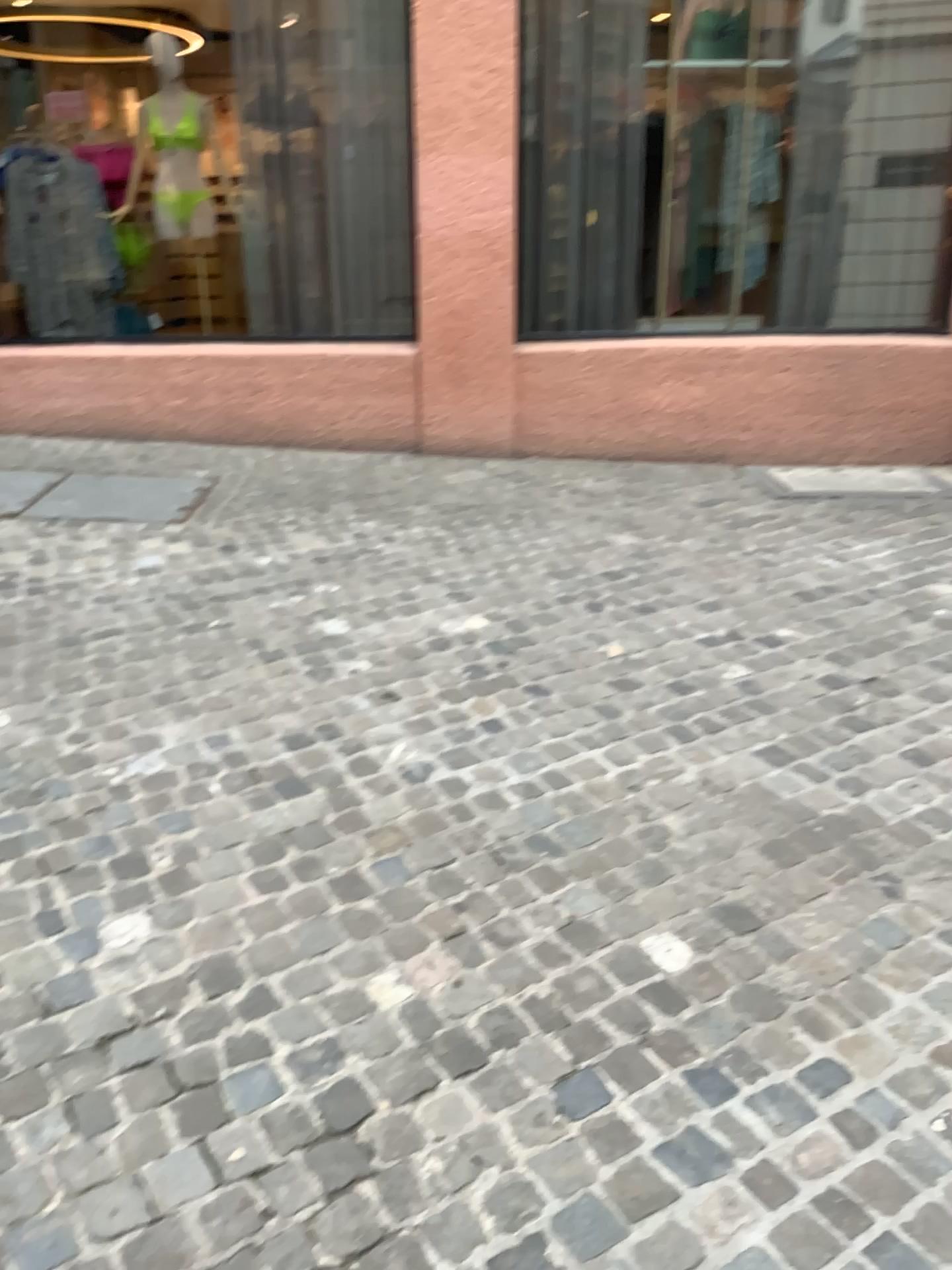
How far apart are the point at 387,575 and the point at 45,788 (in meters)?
1.59
